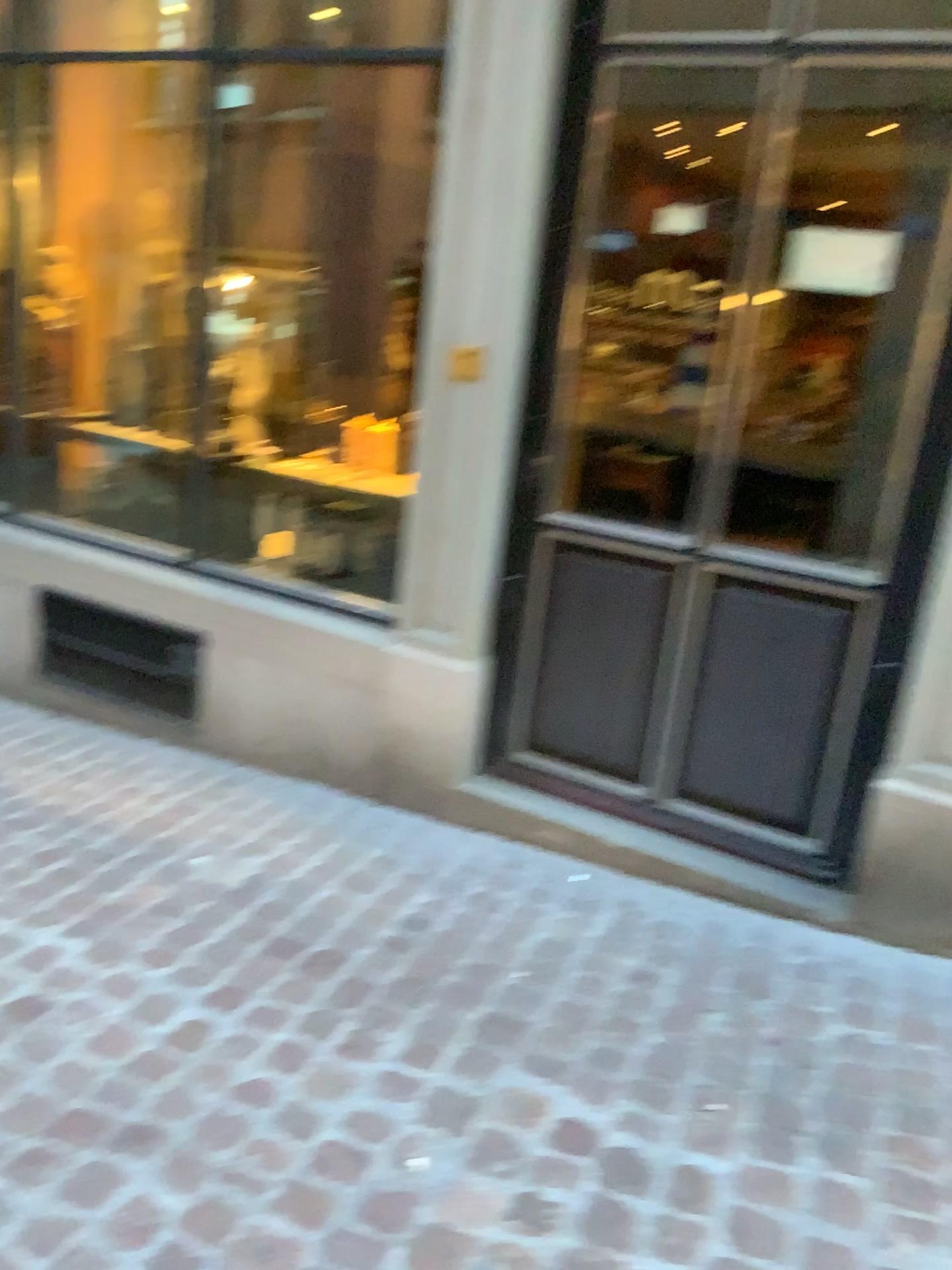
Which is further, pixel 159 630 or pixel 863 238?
pixel 159 630

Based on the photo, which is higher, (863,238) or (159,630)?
(863,238)

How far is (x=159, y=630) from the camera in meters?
3.4 m

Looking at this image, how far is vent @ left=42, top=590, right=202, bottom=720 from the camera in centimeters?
338cm

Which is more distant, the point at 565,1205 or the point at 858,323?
→ the point at 858,323

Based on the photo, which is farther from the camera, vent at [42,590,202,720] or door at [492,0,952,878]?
vent at [42,590,202,720]
